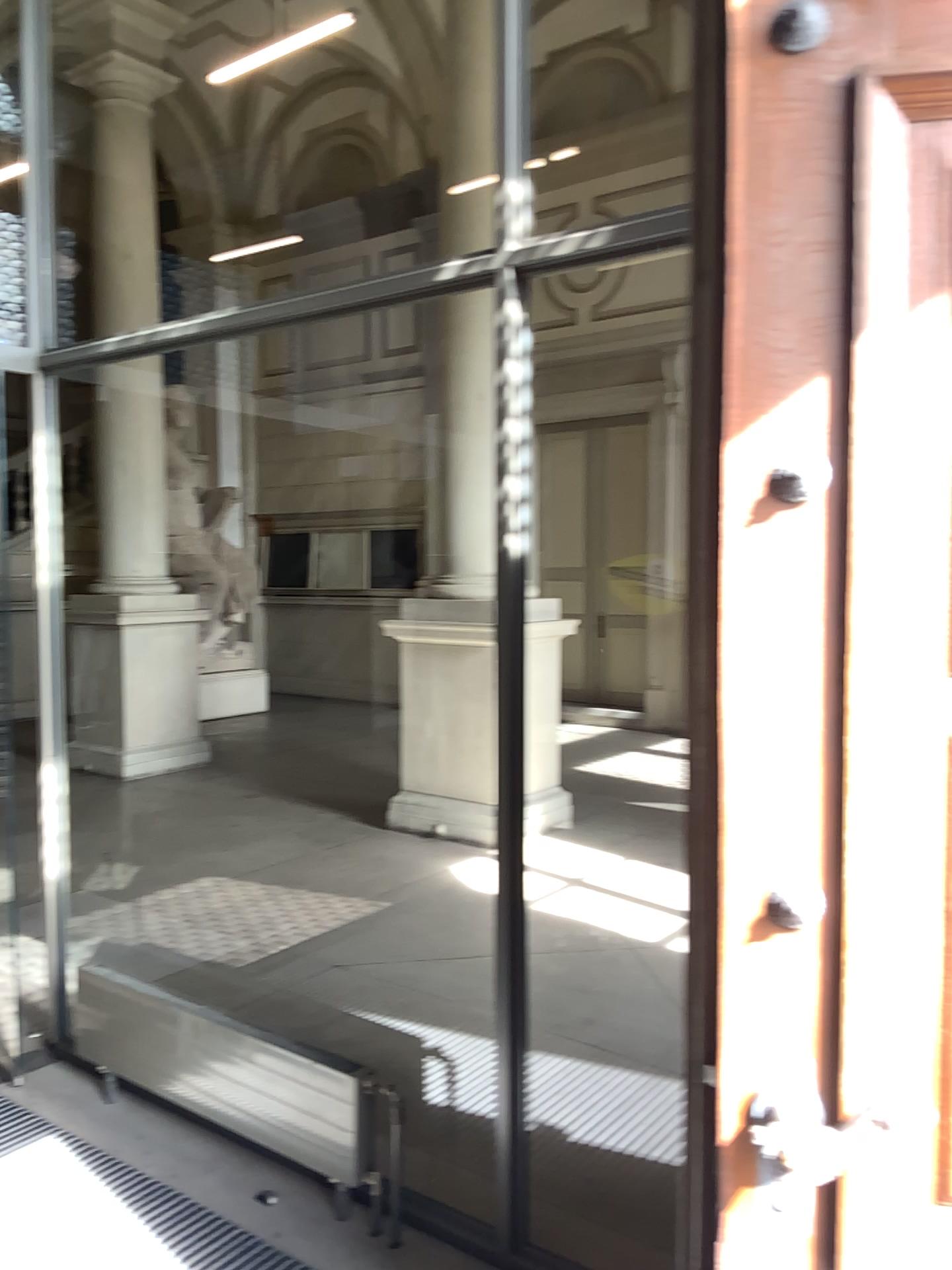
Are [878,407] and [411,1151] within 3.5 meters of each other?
yes
